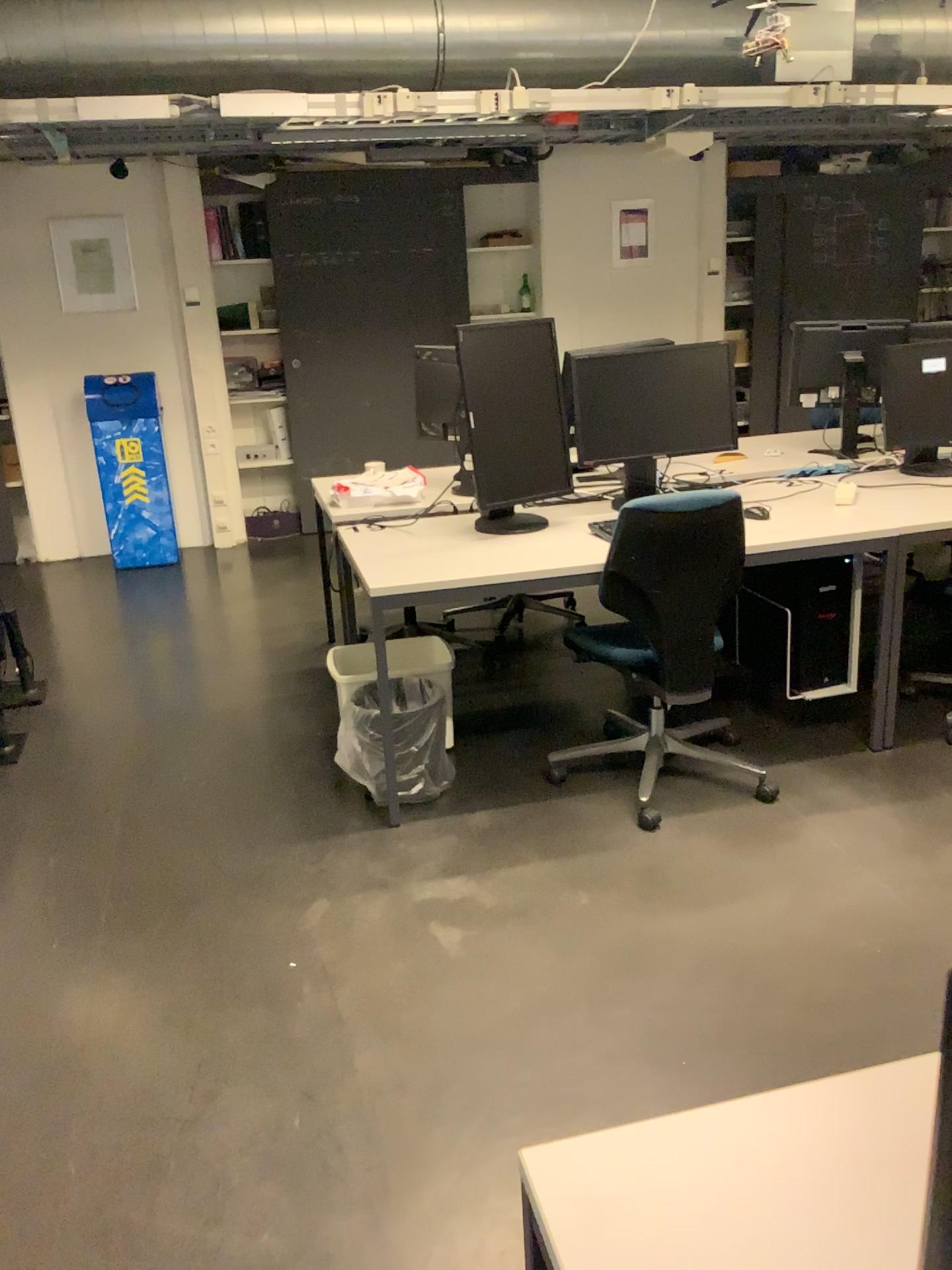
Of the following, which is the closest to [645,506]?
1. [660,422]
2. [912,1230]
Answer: [660,422]

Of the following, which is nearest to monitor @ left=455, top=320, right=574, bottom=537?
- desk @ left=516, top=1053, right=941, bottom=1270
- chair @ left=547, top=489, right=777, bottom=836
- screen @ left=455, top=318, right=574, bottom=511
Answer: screen @ left=455, top=318, right=574, bottom=511

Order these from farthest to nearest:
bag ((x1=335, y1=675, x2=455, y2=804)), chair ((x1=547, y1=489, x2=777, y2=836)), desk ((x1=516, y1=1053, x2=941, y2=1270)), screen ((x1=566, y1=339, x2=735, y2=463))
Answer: screen ((x1=566, y1=339, x2=735, y2=463)), bag ((x1=335, y1=675, x2=455, y2=804)), chair ((x1=547, y1=489, x2=777, y2=836)), desk ((x1=516, y1=1053, x2=941, y2=1270))

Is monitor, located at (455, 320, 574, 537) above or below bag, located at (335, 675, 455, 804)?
above

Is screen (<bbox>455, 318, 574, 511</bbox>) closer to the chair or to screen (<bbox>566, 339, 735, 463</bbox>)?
screen (<bbox>566, 339, 735, 463</bbox>)

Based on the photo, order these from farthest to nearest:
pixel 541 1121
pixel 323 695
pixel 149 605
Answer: pixel 149 605 < pixel 323 695 < pixel 541 1121

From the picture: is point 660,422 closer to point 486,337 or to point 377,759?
point 486,337

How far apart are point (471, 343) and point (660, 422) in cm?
70

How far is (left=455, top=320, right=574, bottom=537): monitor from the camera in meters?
3.2 m

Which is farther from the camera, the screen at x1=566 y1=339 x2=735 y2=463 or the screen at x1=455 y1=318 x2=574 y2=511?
the screen at x1=566 y1=339 x2=735 y2=463
